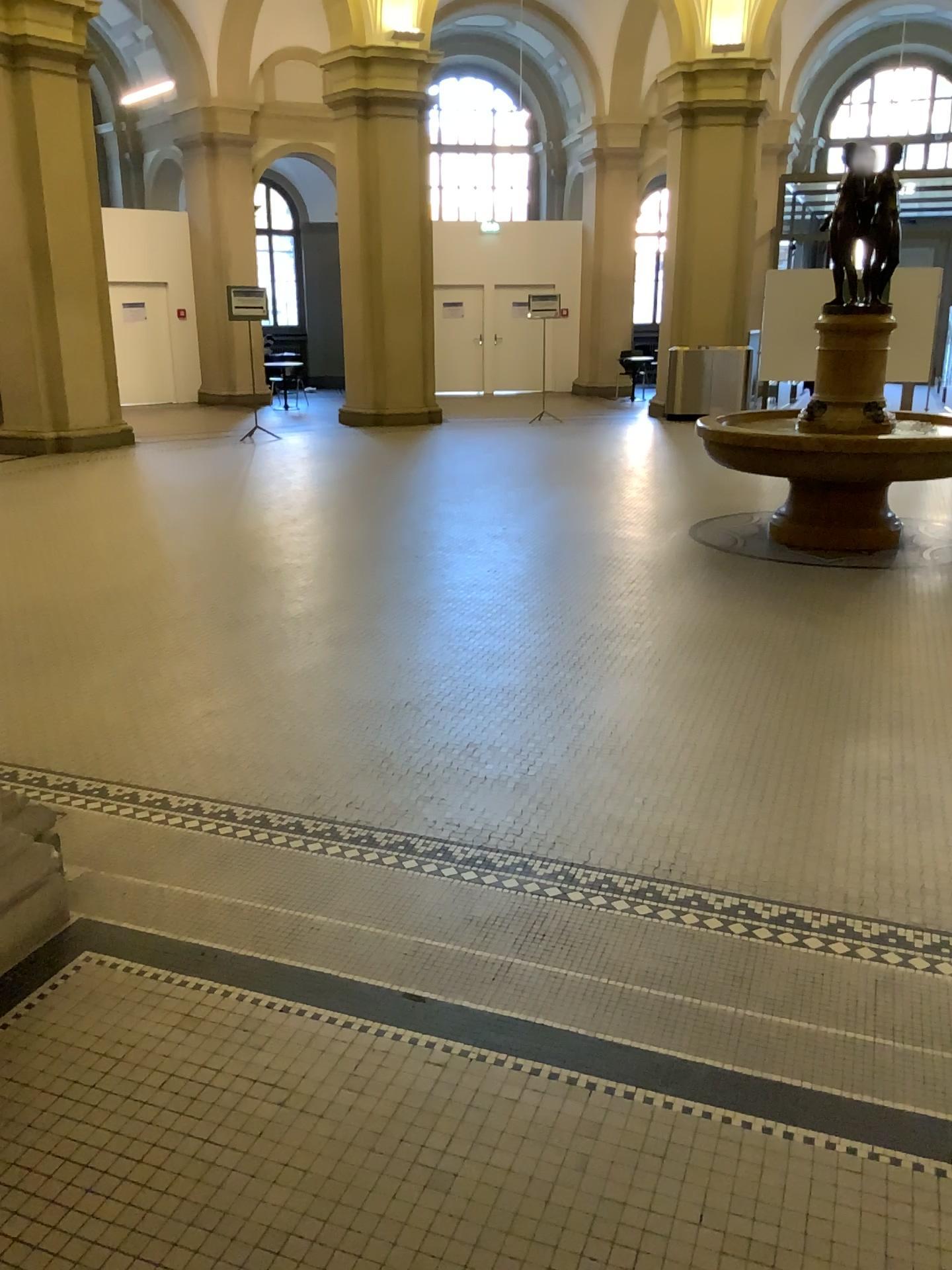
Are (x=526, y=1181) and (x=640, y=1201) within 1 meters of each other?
yes
